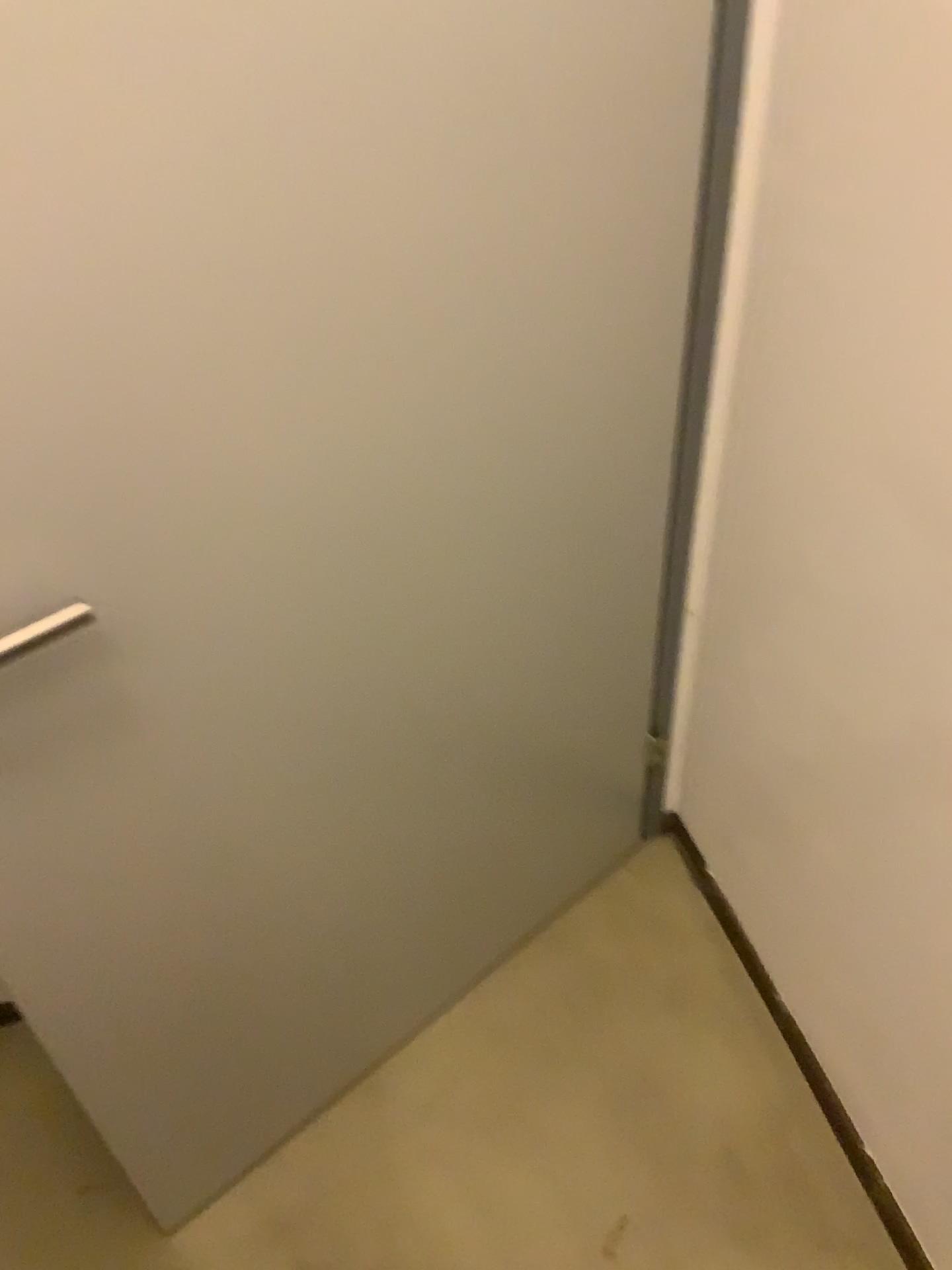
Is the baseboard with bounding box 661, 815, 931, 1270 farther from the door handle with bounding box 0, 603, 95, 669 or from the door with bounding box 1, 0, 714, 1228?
the door handle with bounding box 0, 603, 95, 669

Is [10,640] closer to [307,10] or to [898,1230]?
[307,10]

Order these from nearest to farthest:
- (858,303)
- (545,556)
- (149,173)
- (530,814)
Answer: (149,173), (858,303), (545,556), (530,814)

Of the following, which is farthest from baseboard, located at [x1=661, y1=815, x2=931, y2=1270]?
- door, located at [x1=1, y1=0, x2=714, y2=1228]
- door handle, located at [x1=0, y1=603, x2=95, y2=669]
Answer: door handle, located at [x1=0, y1=603, x2=95, y2=669]

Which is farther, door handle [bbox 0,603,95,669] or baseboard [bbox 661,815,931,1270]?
baseboard [bbox 661,815,931,1270]

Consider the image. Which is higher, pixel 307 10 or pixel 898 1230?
pixel 307 10

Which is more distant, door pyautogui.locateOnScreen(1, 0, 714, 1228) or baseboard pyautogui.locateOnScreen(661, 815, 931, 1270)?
baseboard pyautogui.locateOnScreen(661, 815, 931, 1270)

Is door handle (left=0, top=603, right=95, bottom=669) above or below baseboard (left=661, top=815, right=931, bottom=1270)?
above

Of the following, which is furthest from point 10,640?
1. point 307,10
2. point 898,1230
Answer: point 898,1230
